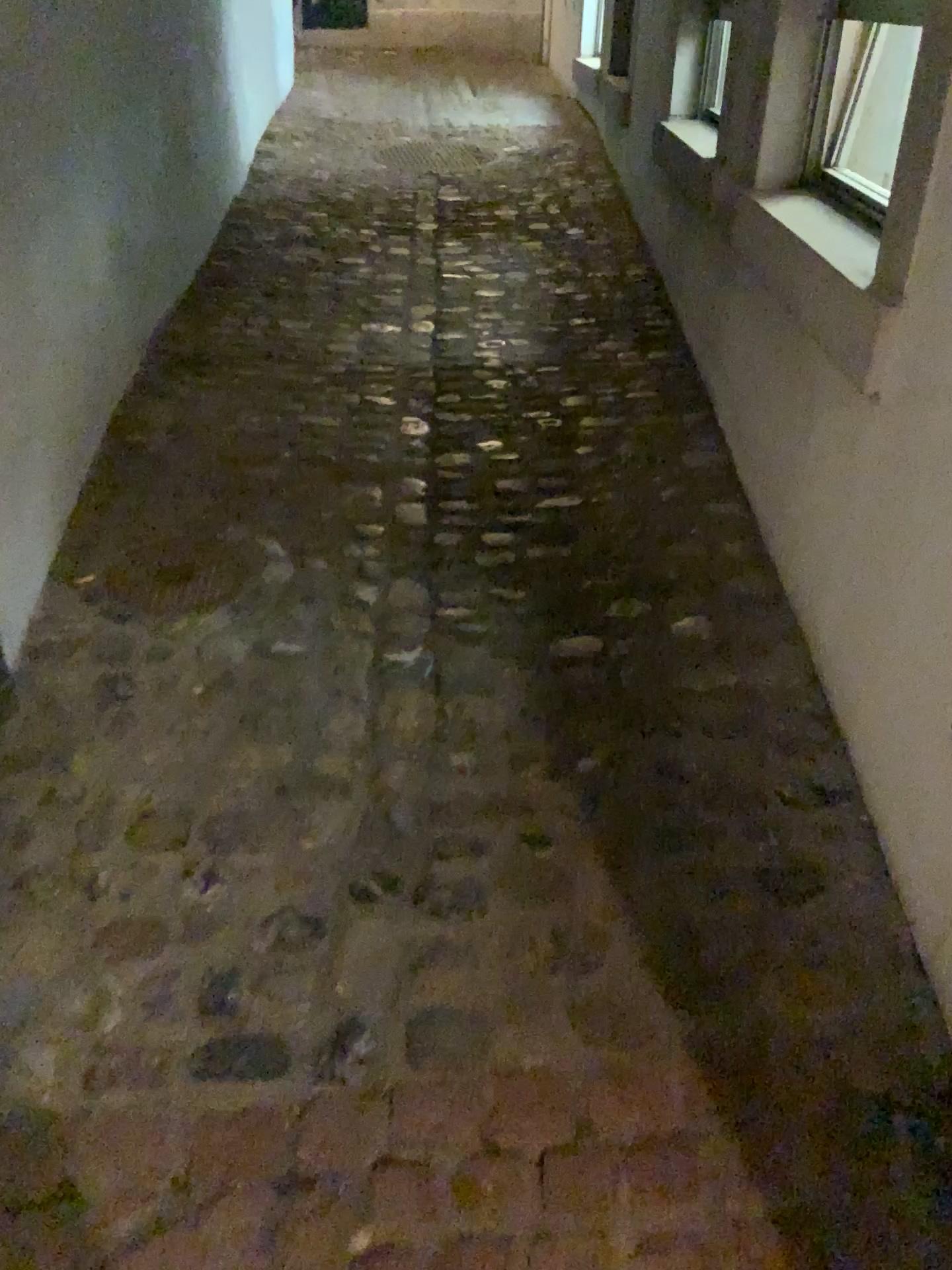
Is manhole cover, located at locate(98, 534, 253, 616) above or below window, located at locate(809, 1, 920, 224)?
below

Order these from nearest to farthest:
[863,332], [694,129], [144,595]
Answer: [863,332] < [144,595] < [694,129]

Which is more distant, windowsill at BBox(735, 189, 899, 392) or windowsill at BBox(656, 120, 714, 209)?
windowsill at BBox(656, 120, 714, 209)

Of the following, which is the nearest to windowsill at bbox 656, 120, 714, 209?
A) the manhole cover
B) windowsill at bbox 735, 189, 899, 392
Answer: windowsill at bbox 735, 189, 899, 392

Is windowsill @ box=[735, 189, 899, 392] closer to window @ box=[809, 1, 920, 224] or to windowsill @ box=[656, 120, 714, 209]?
window @ box=[809, 1, 920, 224]

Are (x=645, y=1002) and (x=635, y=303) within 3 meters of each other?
yes

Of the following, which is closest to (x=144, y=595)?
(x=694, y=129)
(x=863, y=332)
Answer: (x=863, y=332)

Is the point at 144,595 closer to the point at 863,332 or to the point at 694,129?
the point at 863,332

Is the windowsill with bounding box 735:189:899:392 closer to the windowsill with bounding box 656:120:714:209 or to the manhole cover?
the windowsill with bounding box 656:120:714:209

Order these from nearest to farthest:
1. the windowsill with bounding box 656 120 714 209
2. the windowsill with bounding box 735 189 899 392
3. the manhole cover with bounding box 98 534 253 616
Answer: the windowsill with bounding box 735 189 899 392, the manhole cover with bounding box 98 534 253 616, the windowsill with bounding box 656 120 714 209
